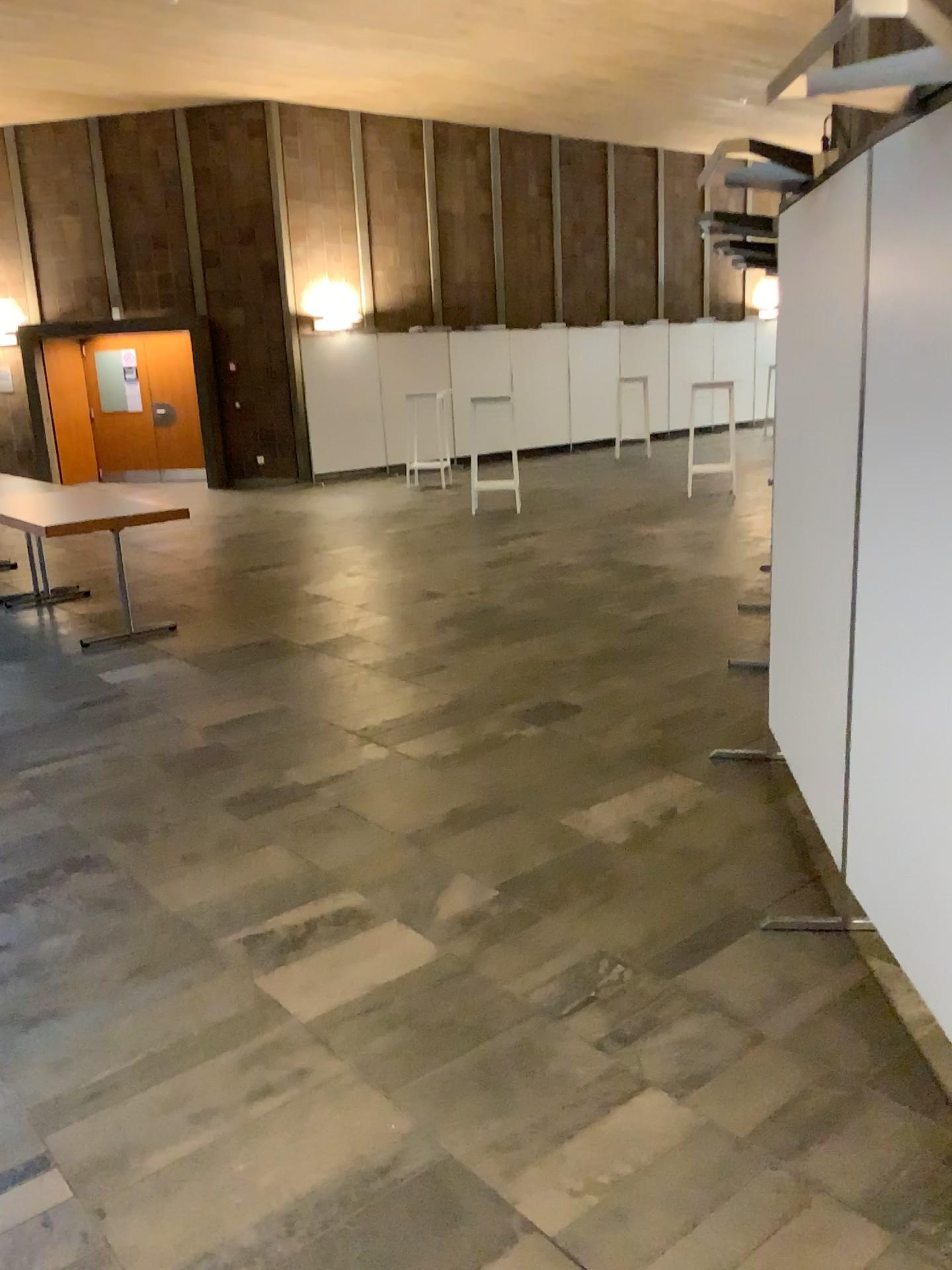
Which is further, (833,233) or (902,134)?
(833,233)

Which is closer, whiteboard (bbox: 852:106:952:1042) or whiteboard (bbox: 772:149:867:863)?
whiteboard (bbox: 852:106:952:1042)

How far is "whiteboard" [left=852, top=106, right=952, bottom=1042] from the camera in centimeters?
211cm

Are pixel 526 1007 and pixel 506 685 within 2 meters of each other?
no

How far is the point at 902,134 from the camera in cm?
211
